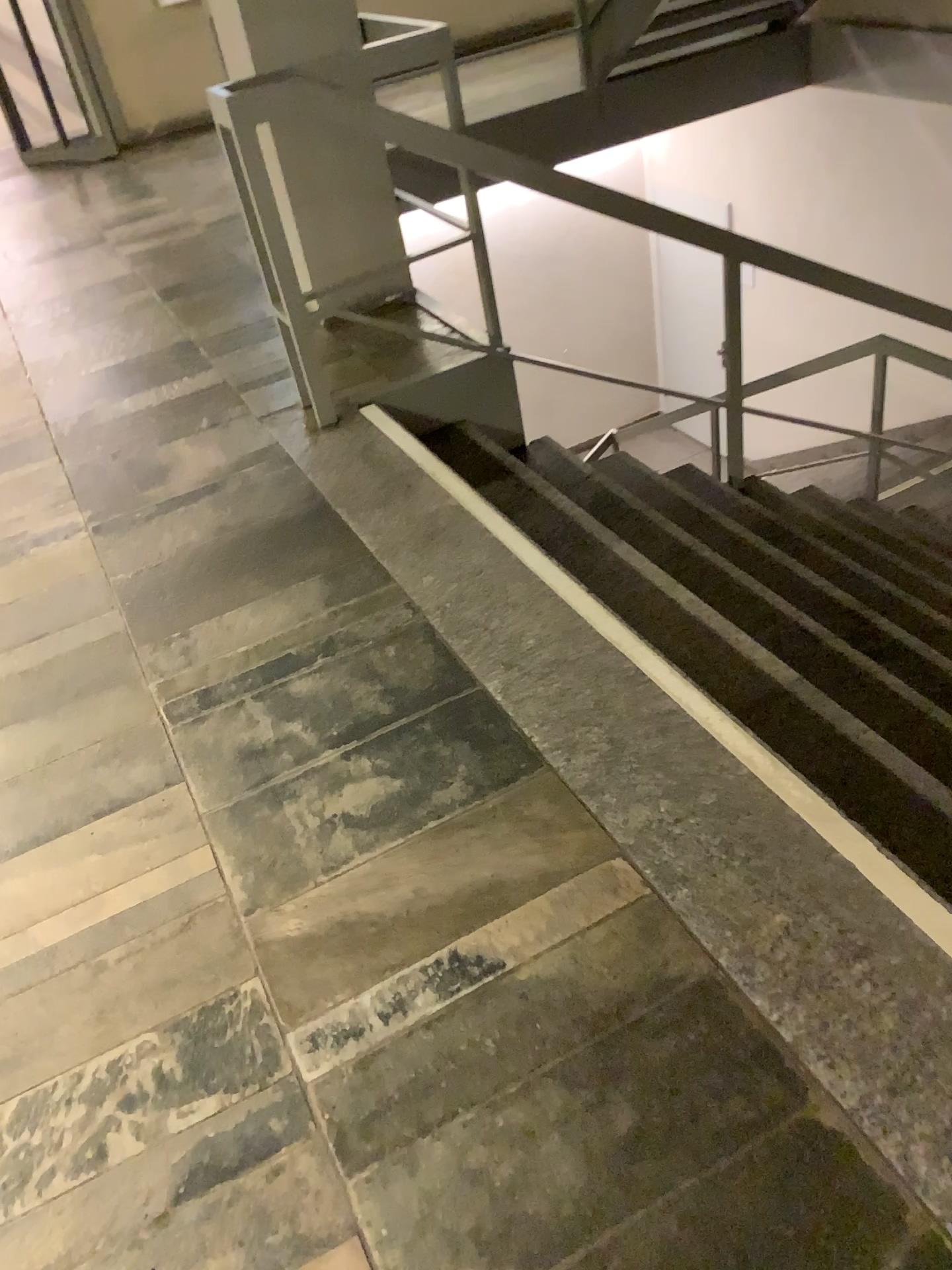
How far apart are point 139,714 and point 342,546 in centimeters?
67cm
